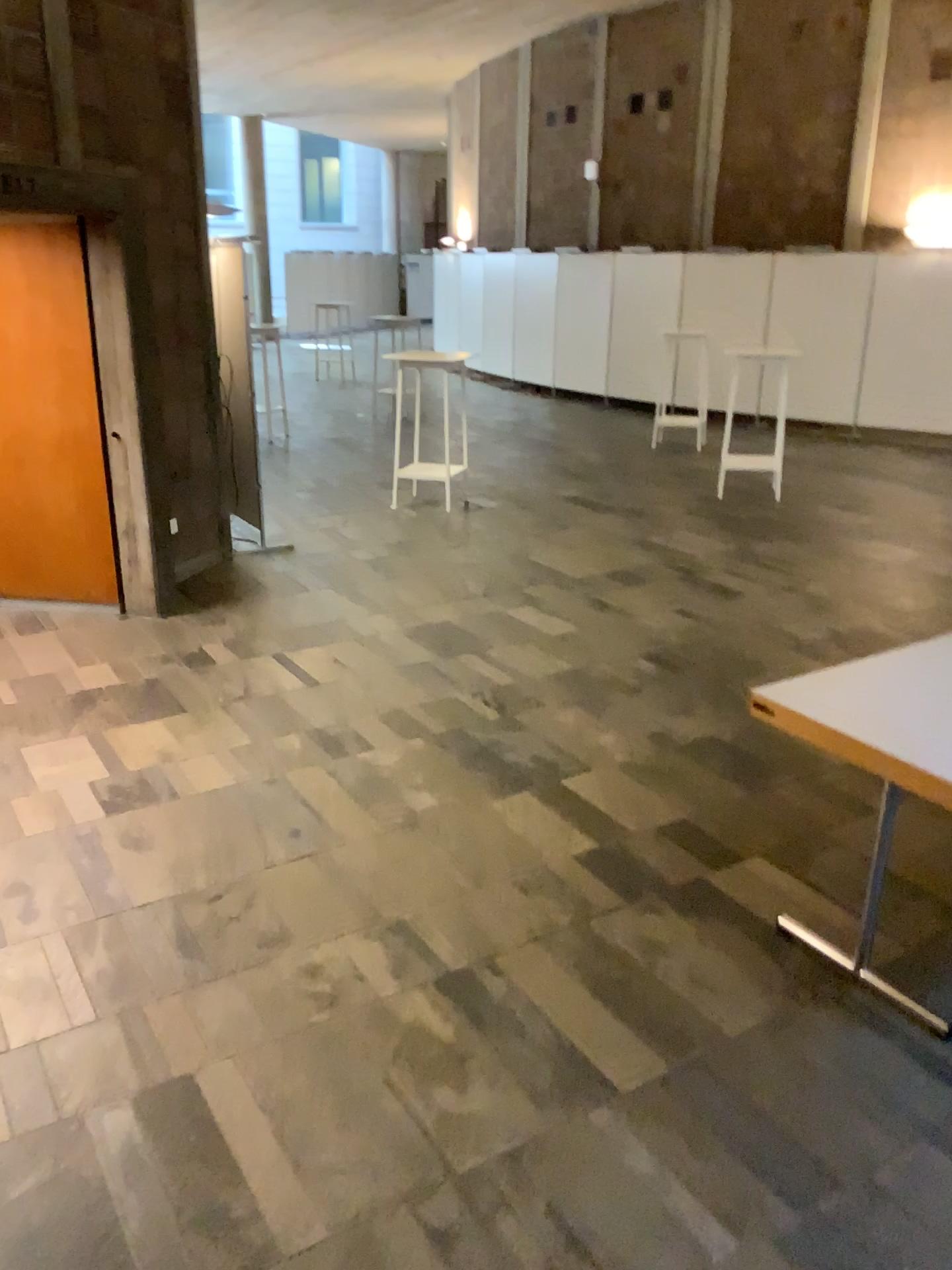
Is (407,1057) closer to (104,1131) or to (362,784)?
(104,1131)
